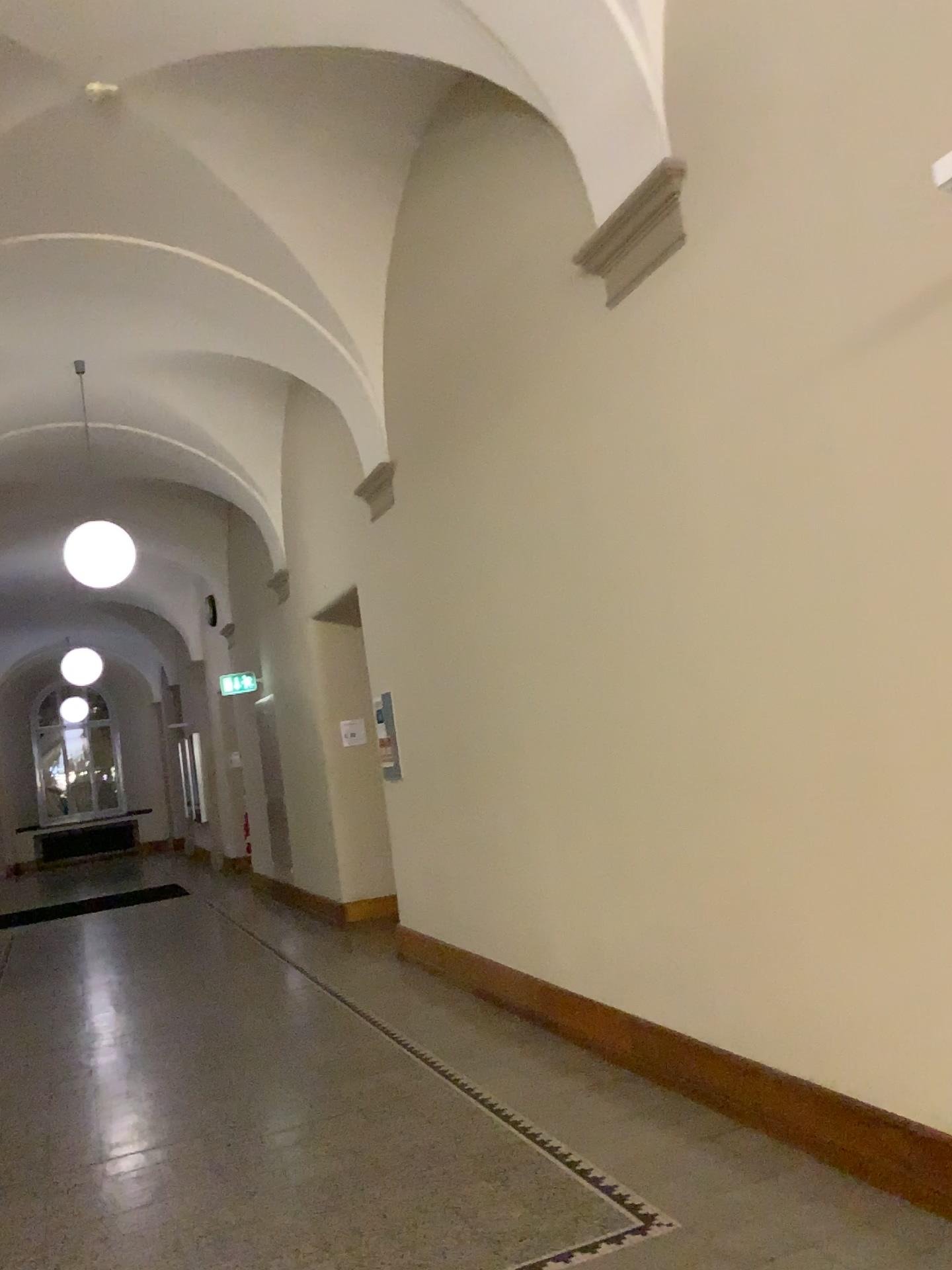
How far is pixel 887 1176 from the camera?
3.0m
